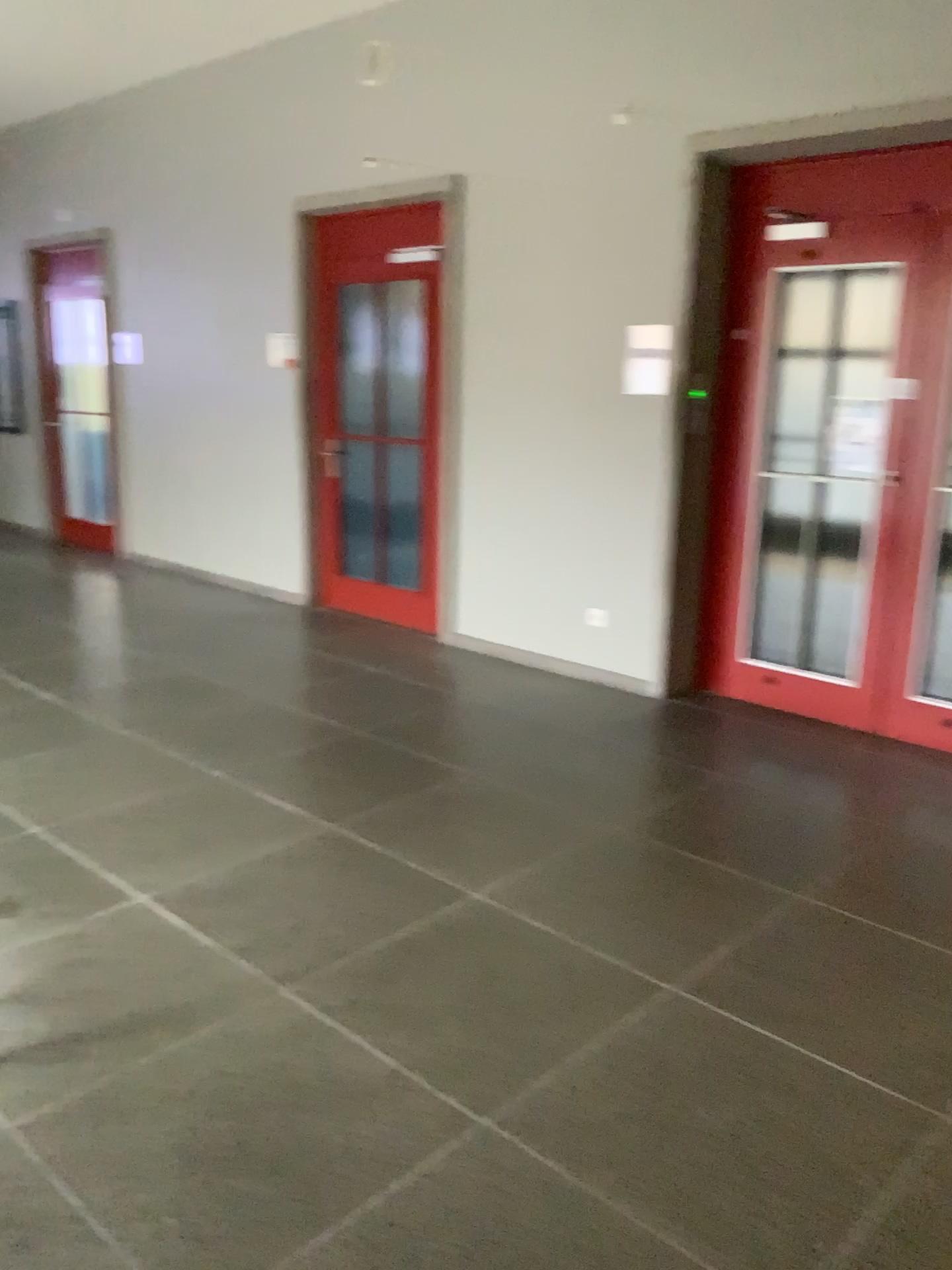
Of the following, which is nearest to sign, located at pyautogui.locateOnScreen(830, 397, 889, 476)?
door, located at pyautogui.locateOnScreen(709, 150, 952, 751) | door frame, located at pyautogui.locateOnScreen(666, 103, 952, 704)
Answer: door, located at pyautogui.locateOnScreen(709, 150, 952, 751)

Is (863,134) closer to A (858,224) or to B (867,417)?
A (858,224)

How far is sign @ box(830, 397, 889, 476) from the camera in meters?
4.4

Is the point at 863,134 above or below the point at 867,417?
above

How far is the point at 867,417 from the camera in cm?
443

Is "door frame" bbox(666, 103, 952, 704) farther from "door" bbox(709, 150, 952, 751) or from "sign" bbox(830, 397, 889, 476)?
"sign" bbox(830, 397, 889, 476)

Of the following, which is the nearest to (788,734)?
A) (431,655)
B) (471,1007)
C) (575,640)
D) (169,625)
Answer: (575,640)
